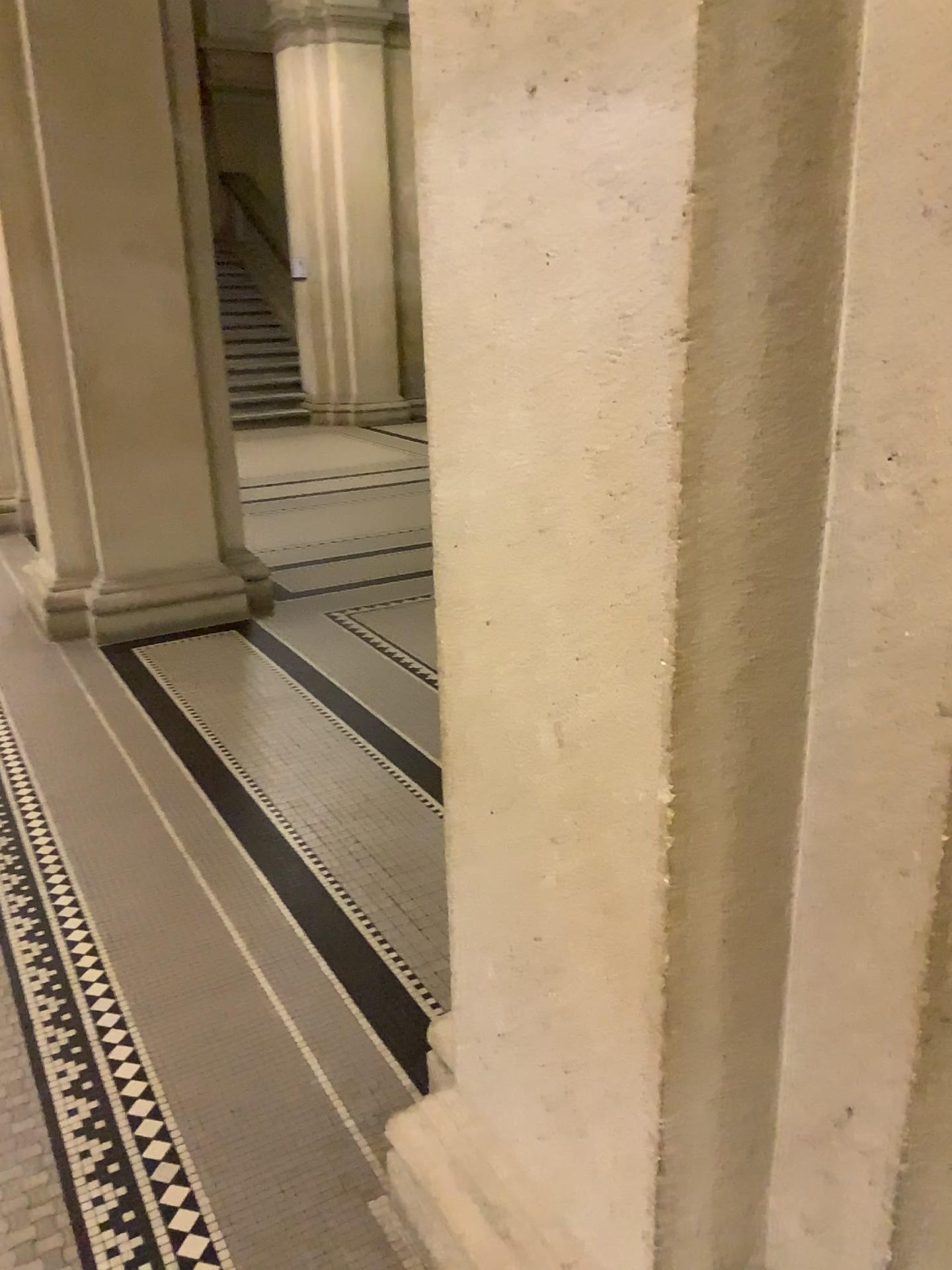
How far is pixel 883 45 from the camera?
0.93m

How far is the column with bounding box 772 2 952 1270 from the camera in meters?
0.9

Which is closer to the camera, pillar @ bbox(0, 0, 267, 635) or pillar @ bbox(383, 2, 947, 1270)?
pillar @ bbox(383, 2, 947, 1270)

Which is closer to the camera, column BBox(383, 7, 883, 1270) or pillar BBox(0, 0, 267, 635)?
column BBox(383, 7, 883, 1270)

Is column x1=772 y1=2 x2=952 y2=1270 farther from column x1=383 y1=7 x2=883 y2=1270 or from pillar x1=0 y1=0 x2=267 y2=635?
pillar x1=0 y1=0 x2=267 y2=635

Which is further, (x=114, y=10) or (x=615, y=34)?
(x=114, y=10)

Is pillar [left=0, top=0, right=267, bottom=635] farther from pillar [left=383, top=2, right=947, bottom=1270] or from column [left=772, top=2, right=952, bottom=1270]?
column [left=772, top=2, right=952, bottom=1270]

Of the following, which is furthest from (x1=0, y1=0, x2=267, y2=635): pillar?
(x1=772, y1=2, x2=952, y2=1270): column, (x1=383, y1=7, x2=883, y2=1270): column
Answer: (x1=772, y1=2, x2=952, y2=1270): column

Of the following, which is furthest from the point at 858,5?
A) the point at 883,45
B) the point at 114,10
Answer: the point at 114,10

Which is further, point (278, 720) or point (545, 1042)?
point (278, 720)
